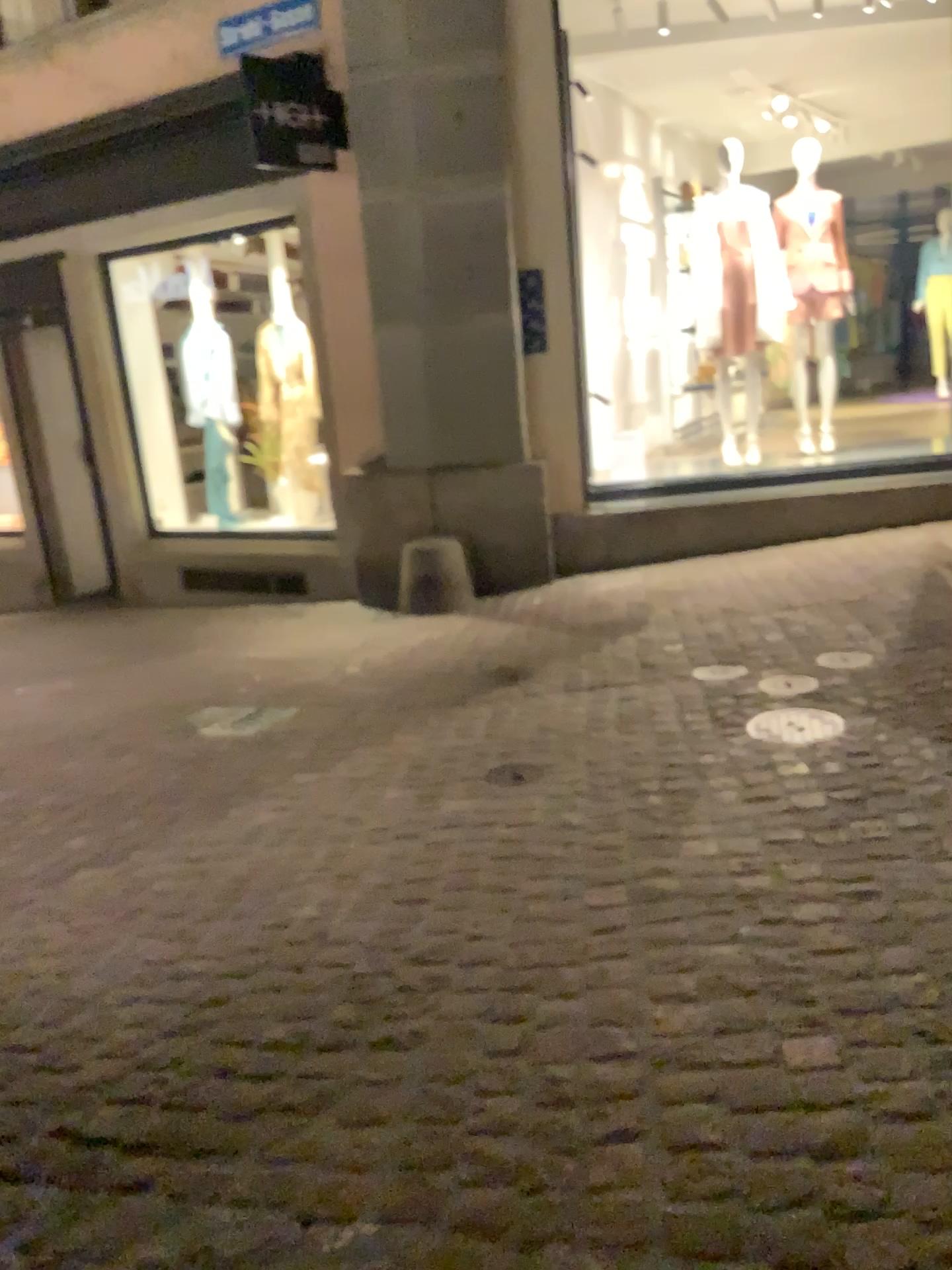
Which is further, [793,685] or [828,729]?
[793,685]

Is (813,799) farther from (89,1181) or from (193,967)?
(89,1181)

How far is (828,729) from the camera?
3.4 meters

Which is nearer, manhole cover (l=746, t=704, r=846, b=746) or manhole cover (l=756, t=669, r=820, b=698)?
manhole cover (l=746, t=704, r=846, b=746)

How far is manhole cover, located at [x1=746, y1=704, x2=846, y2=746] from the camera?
3.4m
